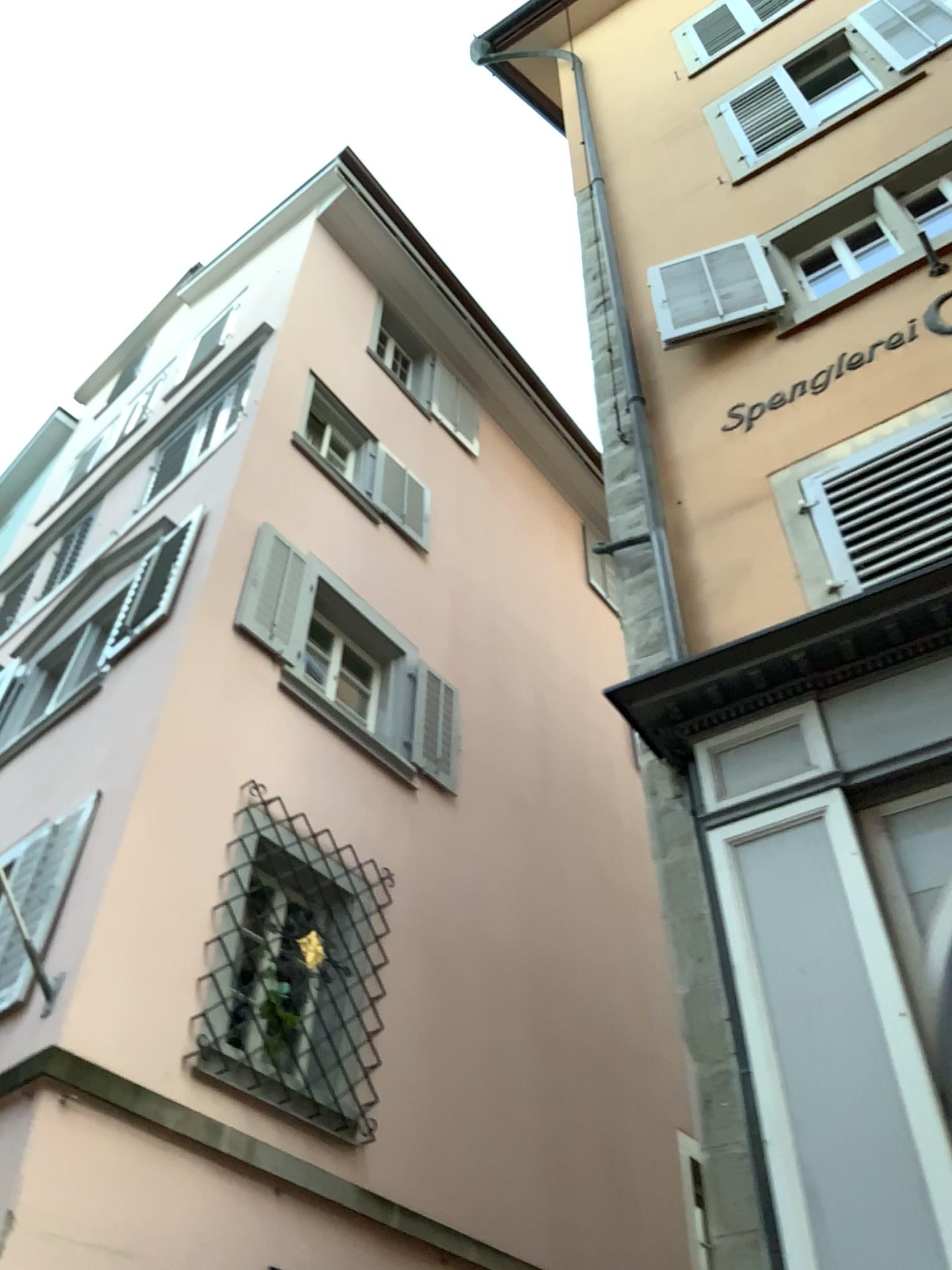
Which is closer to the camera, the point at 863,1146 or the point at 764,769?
the point at 863,1146
